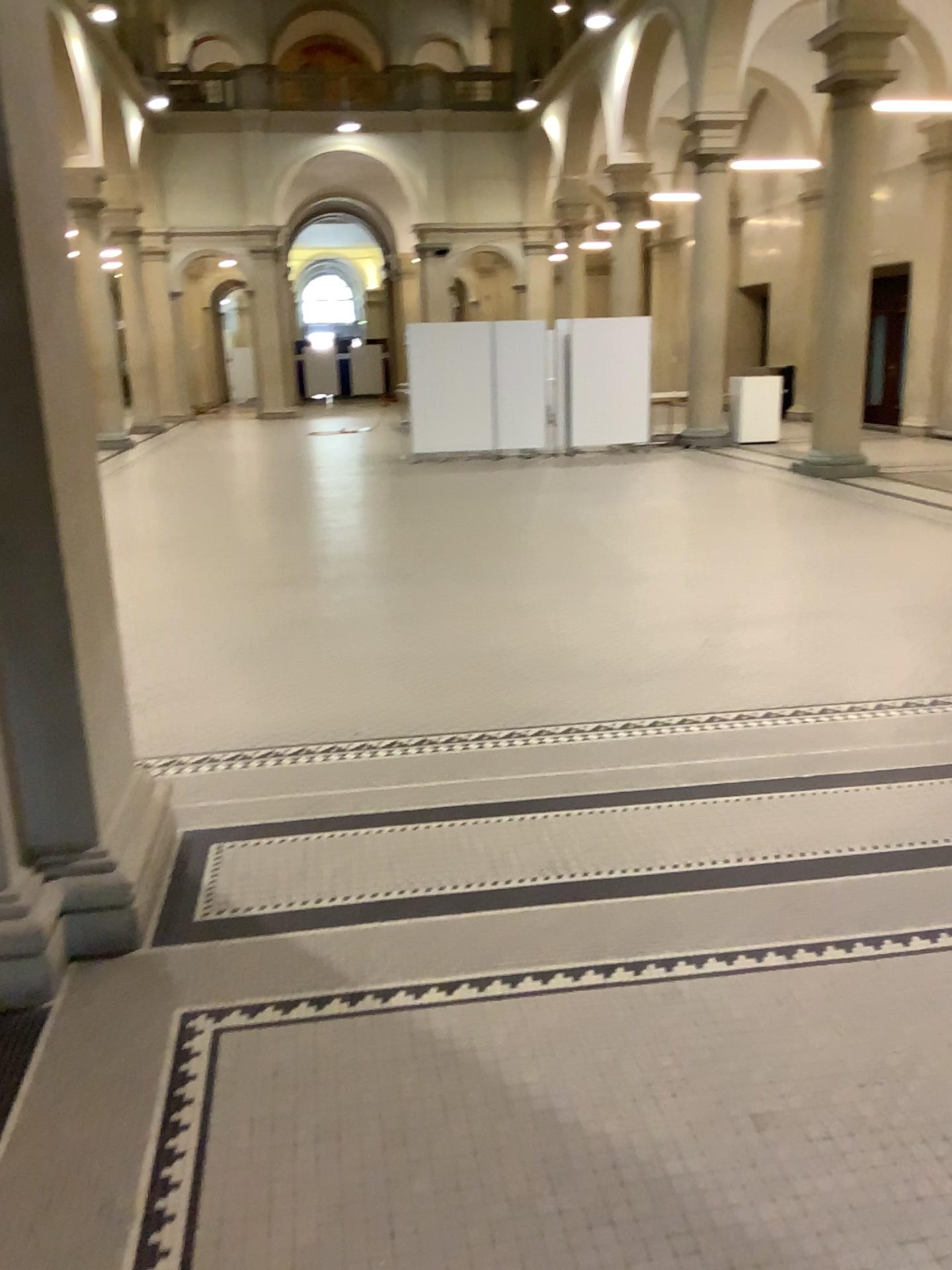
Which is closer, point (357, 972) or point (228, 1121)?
point (228, 1121)

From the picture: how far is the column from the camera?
2.5m

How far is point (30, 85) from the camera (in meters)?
2.54
